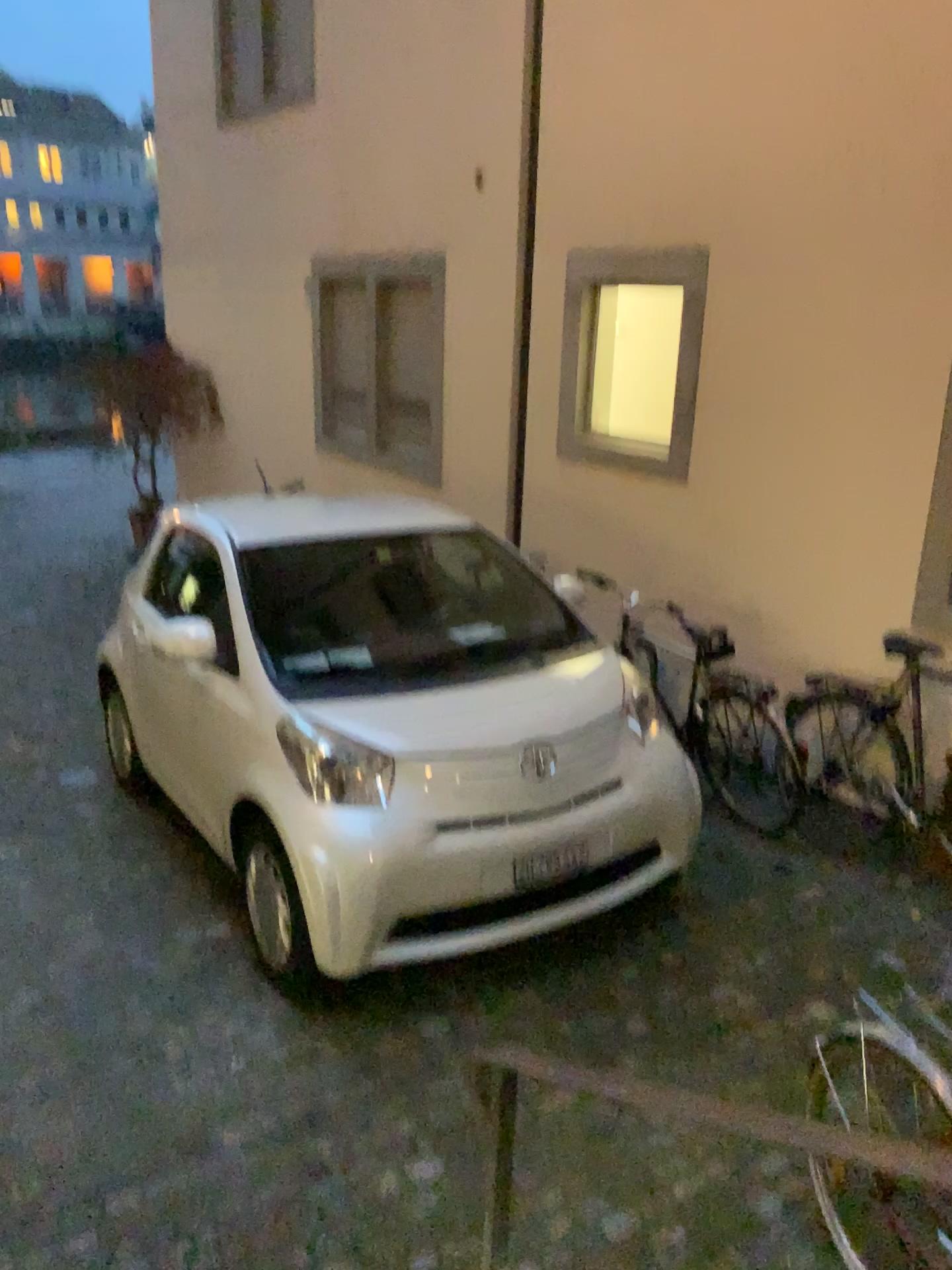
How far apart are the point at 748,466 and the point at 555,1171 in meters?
3.3 m

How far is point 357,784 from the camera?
3.4m

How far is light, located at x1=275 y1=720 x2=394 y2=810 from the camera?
3.36m
